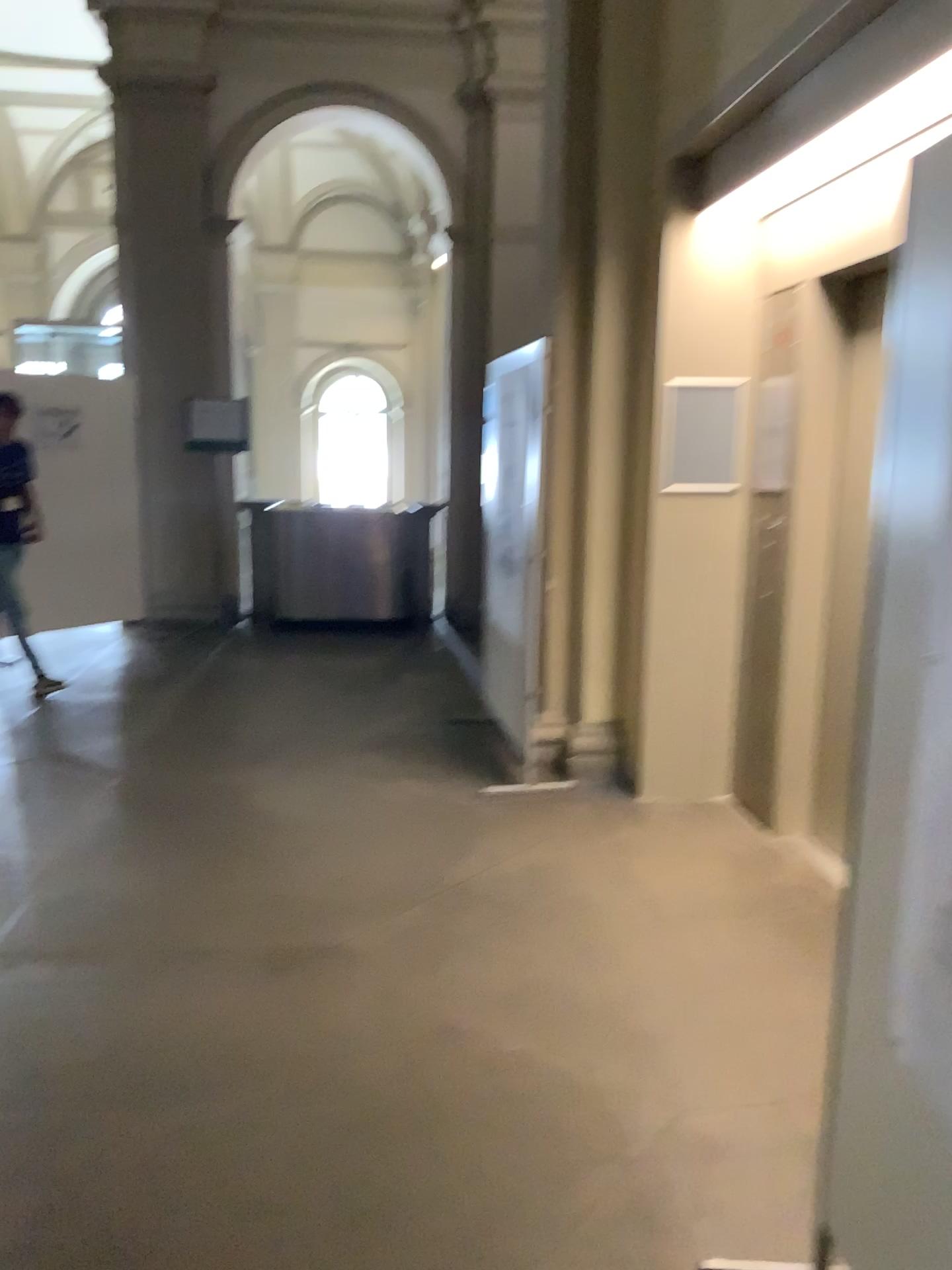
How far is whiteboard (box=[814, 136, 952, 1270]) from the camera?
1.49m

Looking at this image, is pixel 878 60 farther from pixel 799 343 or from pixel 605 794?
pixel 605 794

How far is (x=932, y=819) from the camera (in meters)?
1.49
